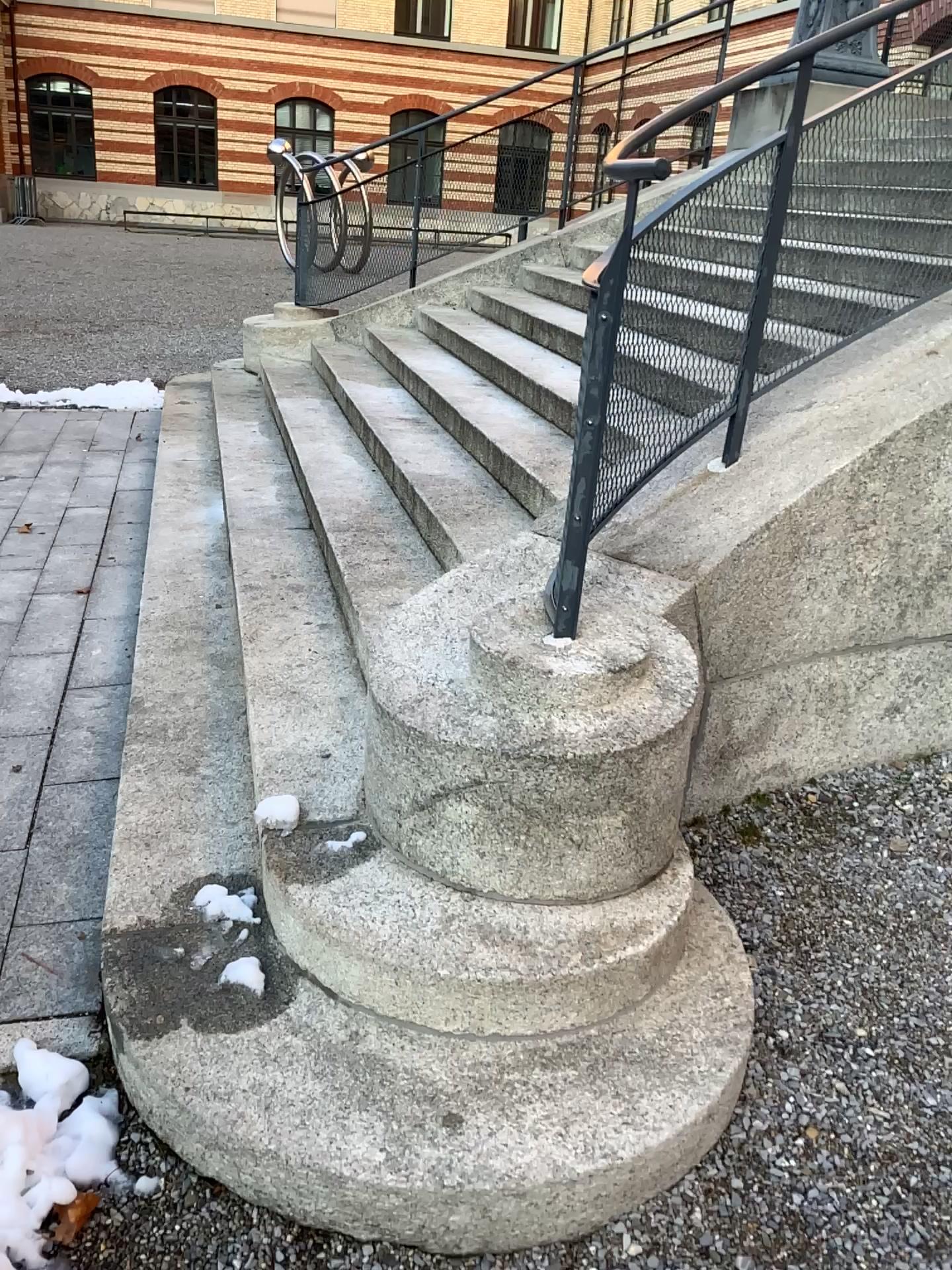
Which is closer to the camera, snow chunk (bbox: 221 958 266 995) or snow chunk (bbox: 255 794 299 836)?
snow chunk (bbox: 221 958 266 995)

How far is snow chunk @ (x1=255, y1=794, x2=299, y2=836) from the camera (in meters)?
2.28

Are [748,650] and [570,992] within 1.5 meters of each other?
yes

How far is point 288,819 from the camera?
2.3 meters

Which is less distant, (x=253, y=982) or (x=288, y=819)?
(x=253, y=982)
